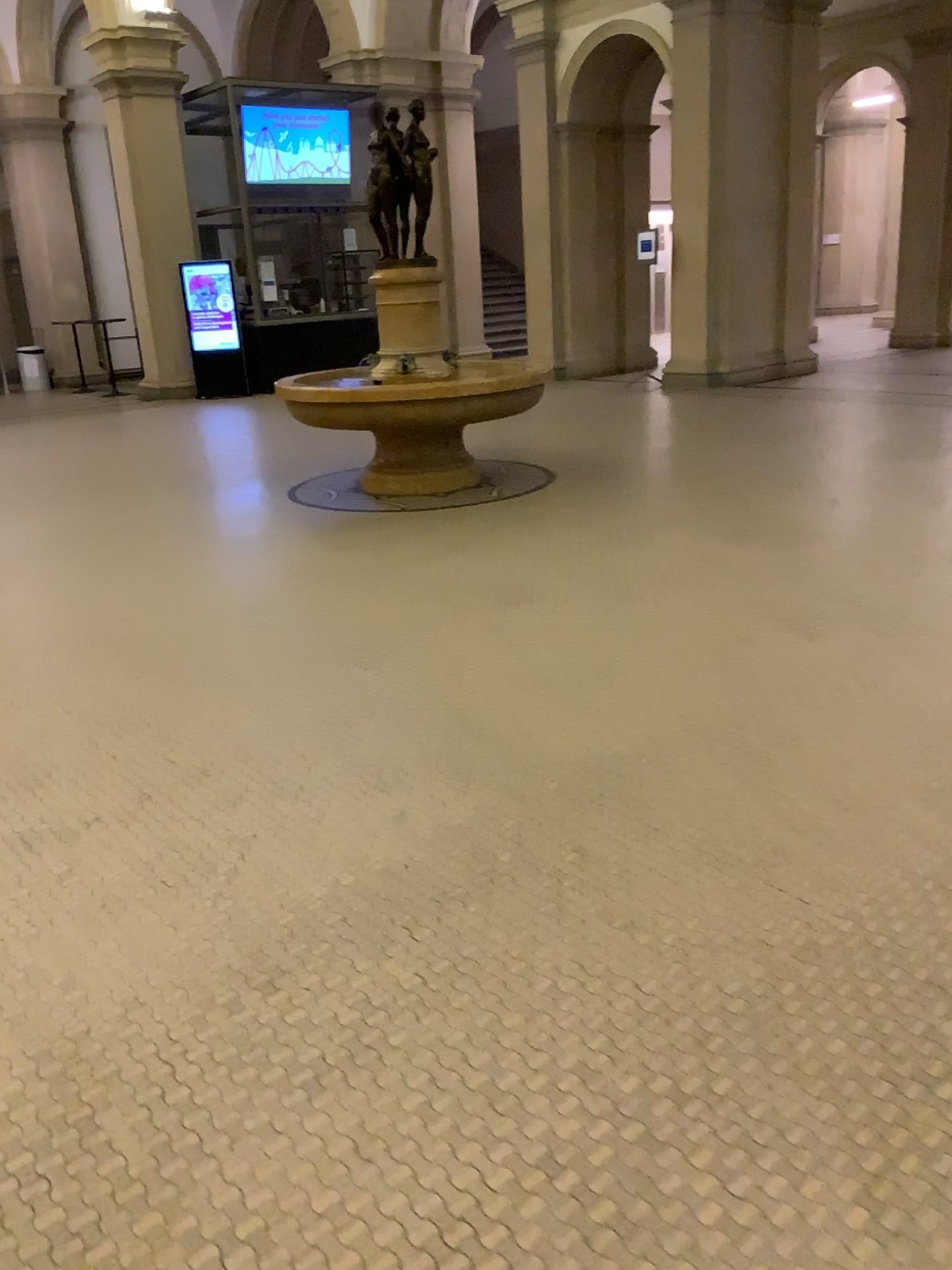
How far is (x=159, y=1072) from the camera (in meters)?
2.01
